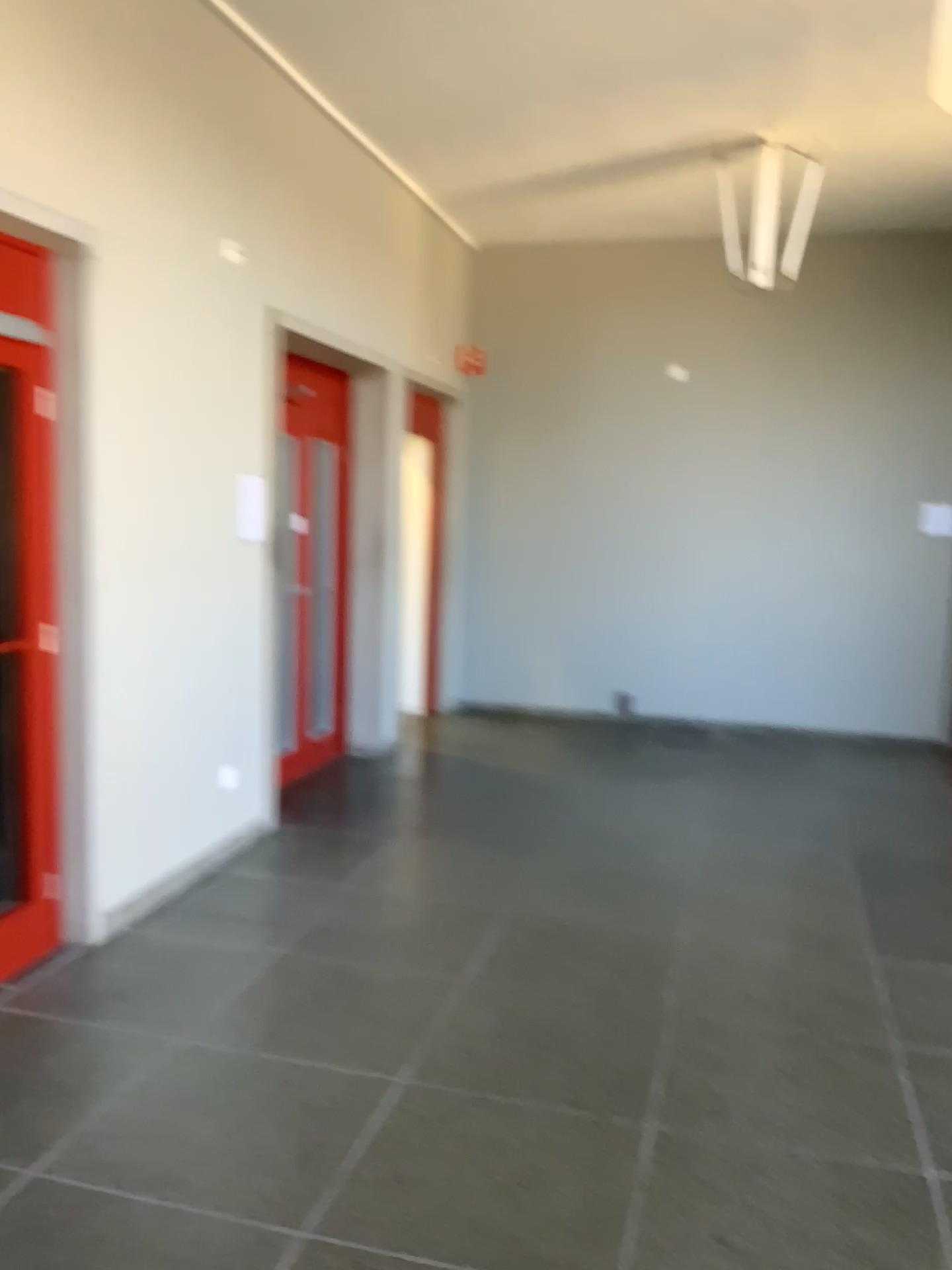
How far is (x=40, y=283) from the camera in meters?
3.5

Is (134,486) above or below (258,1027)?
above

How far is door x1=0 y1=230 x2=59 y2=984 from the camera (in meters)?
3.49
